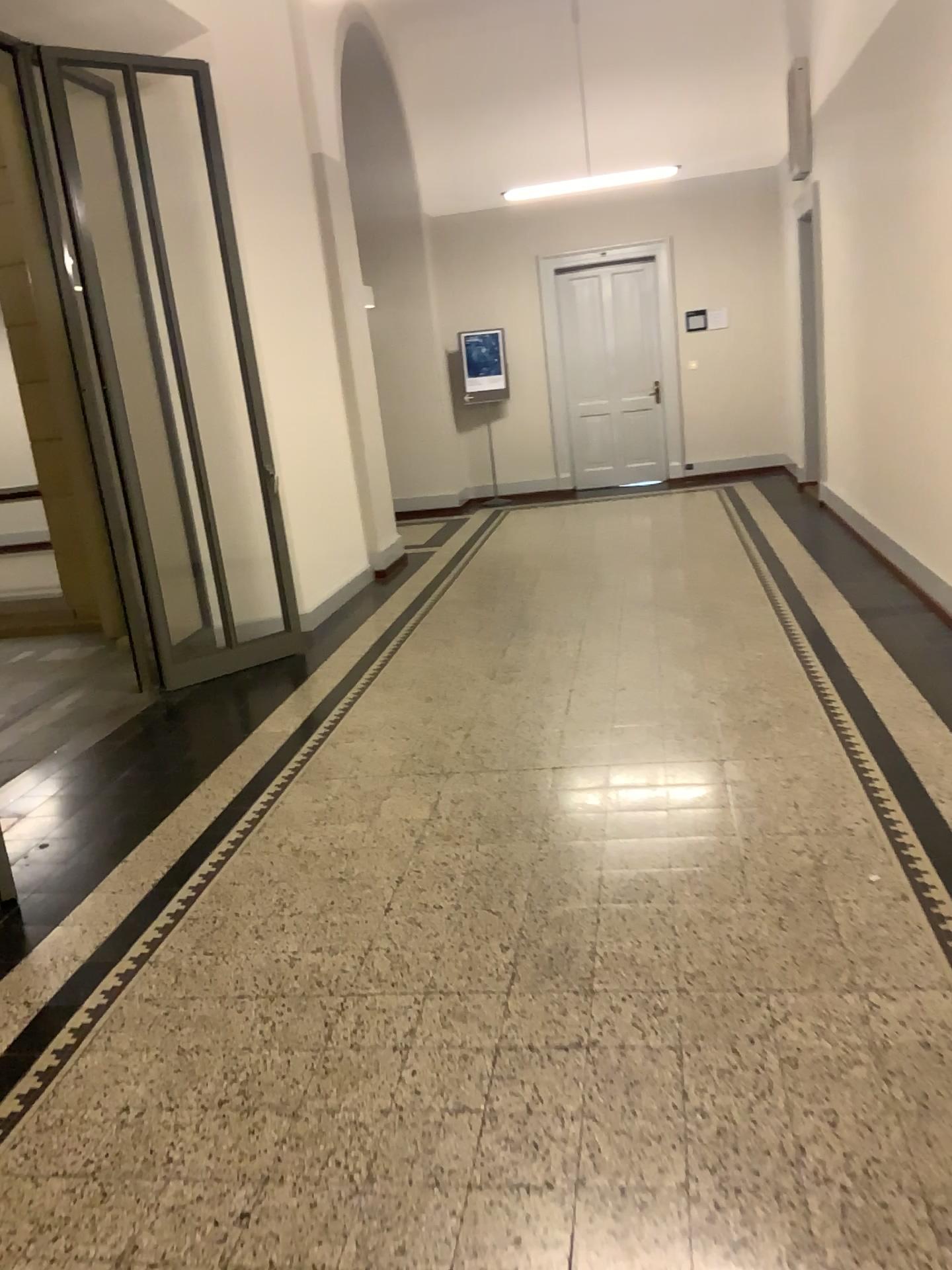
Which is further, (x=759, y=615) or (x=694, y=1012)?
(x=759, y=615)
